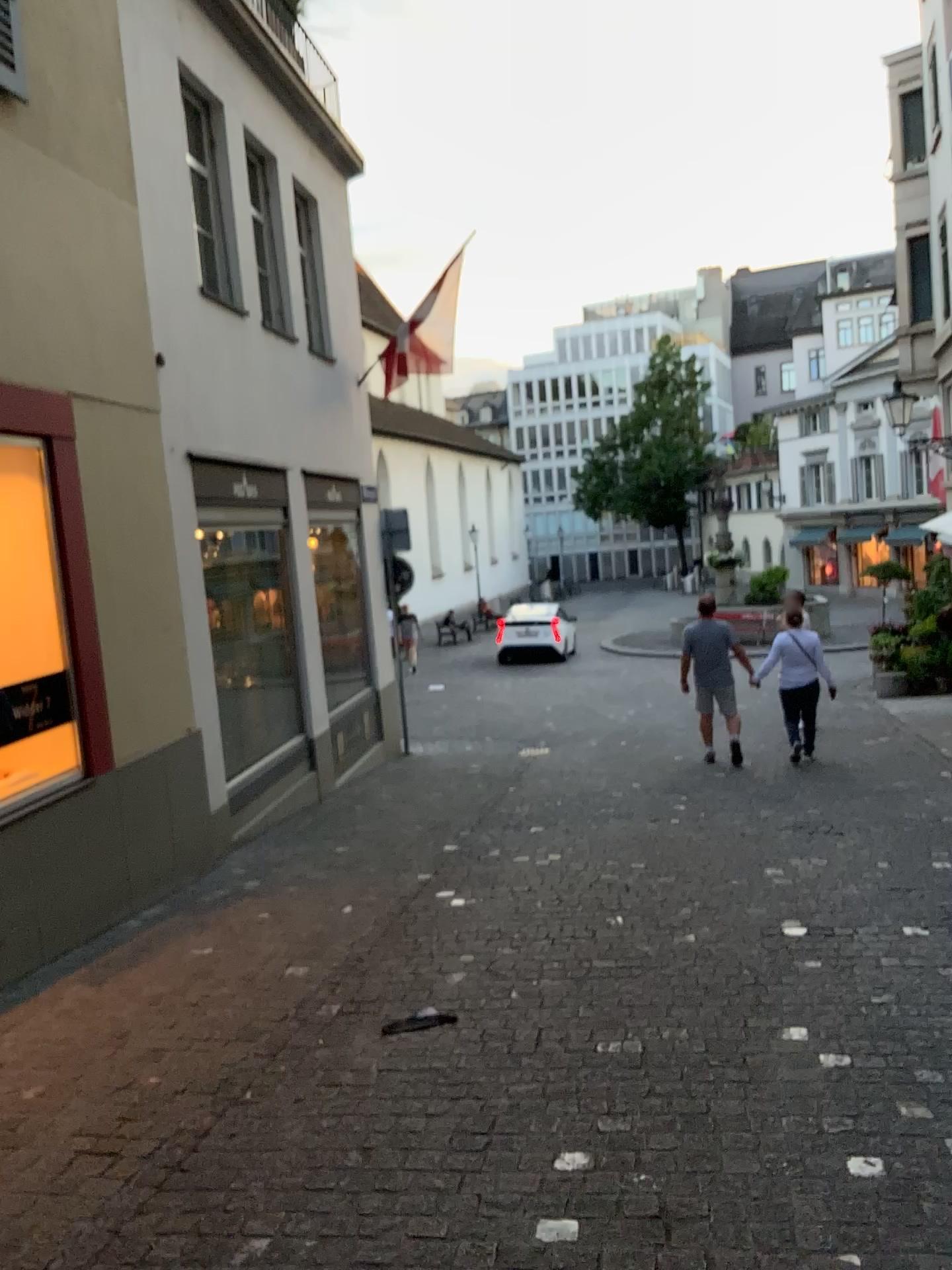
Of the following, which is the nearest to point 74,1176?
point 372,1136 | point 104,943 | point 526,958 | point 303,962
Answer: point 372,1136
